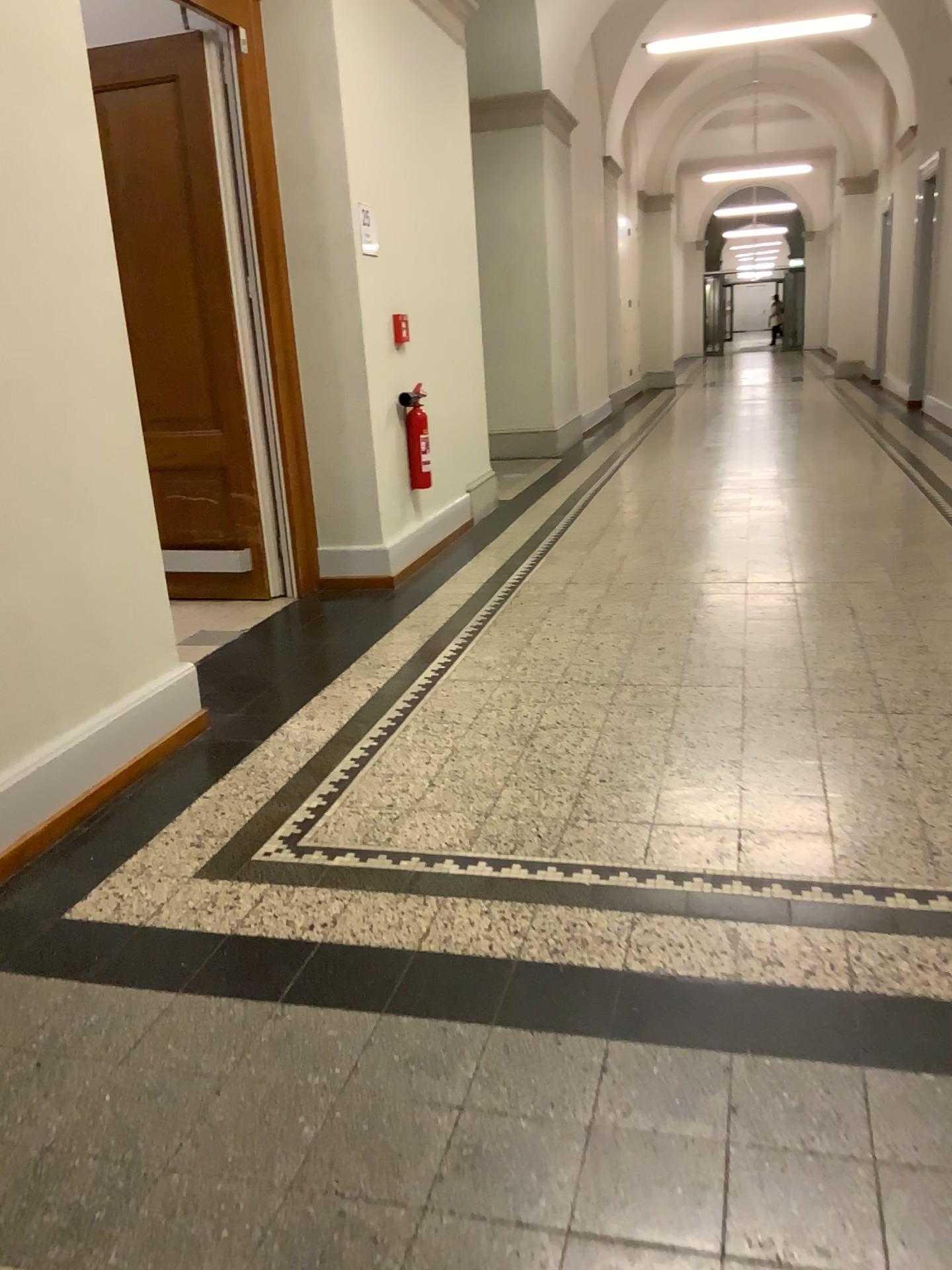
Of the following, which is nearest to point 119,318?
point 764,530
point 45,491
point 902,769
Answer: point 45,491

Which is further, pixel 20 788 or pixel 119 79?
pixel 119 79

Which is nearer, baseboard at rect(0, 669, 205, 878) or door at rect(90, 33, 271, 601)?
baseboard at rect(0, 669, 205, 878)

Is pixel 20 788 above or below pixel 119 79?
below
